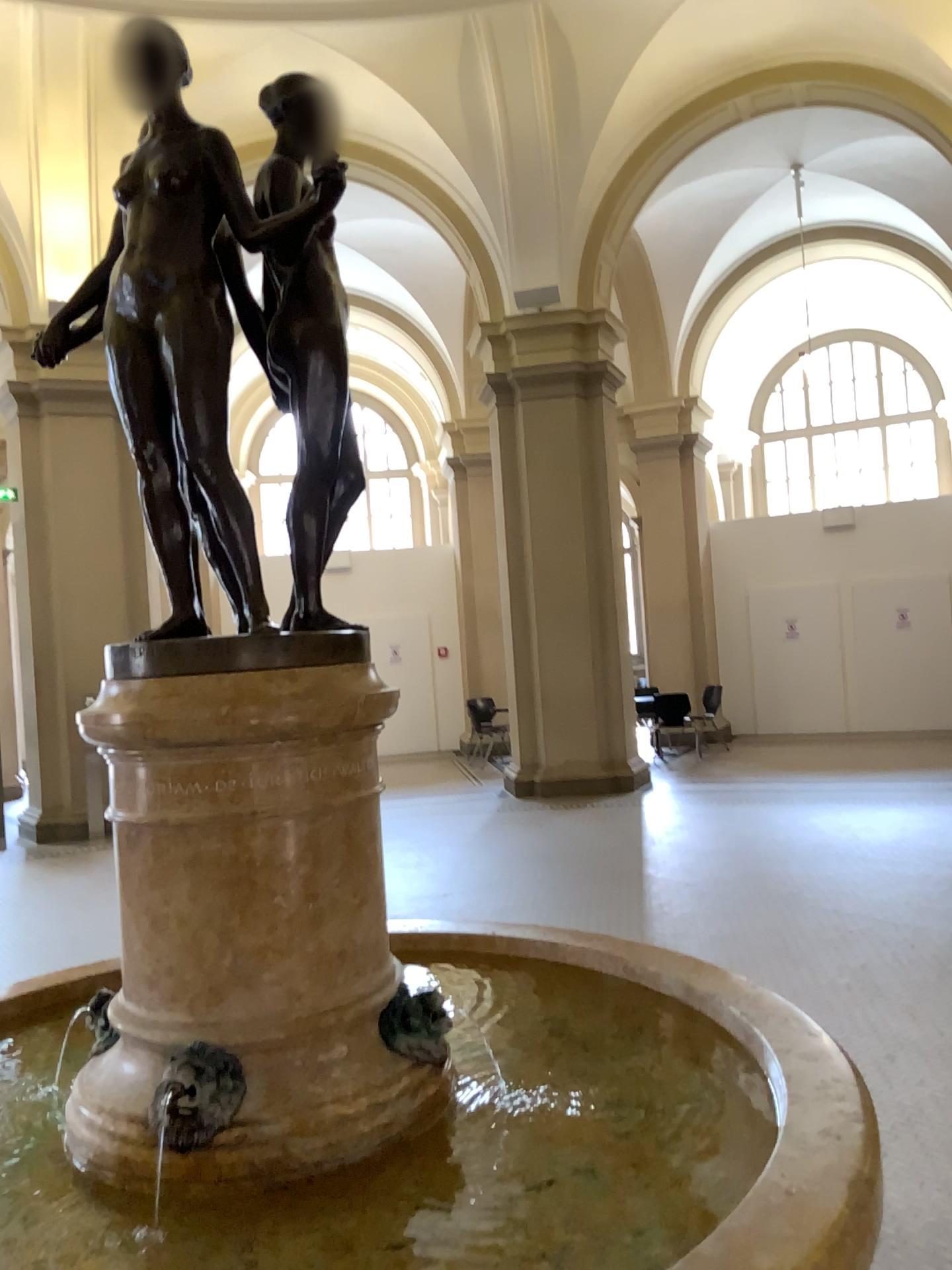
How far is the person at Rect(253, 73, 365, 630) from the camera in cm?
174

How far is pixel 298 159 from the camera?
1.74m

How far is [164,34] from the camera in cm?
164

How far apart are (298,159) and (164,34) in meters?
0.3

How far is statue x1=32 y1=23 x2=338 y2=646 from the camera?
1.6m

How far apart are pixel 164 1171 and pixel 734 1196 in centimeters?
82cm
